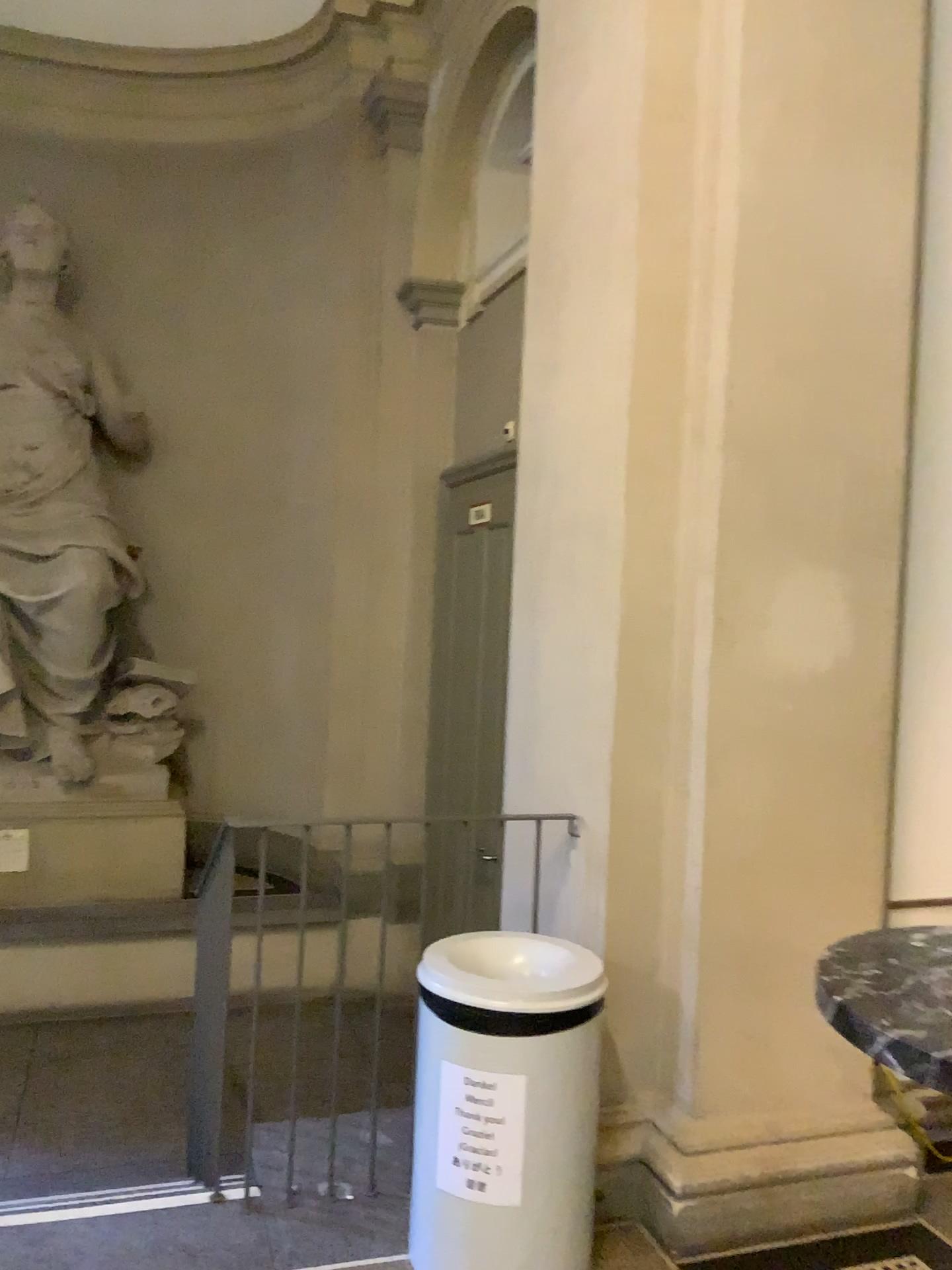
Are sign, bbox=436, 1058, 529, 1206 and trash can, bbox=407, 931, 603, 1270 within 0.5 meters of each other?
yes

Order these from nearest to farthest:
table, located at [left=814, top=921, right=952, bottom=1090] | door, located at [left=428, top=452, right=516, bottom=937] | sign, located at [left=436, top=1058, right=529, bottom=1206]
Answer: table, located at [left=814, top=921, right=952, bottom=1090], sign, located at [left=436, top=1058, right=529, bottom=1206], door, located at [left=428, top=452, right=516, bottom=937]

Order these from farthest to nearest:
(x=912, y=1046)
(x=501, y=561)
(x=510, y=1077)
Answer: (x=501, y=561), (x=510, y=1077), (x=912, y=1046)

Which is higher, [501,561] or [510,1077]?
[501,561]

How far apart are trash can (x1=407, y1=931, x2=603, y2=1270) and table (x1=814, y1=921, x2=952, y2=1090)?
0.9m

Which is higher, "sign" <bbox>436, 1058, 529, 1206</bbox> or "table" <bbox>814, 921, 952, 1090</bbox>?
"table" <bbox>814, 921, 952, 1090</bbox>

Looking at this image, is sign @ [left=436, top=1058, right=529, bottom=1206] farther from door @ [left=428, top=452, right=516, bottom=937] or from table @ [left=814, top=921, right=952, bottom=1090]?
door @ [left=428, top=452, right=516, bottom=937]

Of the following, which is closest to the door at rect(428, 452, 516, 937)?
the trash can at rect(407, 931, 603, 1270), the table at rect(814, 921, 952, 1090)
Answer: the trash can at rect(407, 931, 603, 1270)

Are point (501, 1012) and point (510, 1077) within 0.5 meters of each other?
yes

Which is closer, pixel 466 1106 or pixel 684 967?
pixel 466 1106
